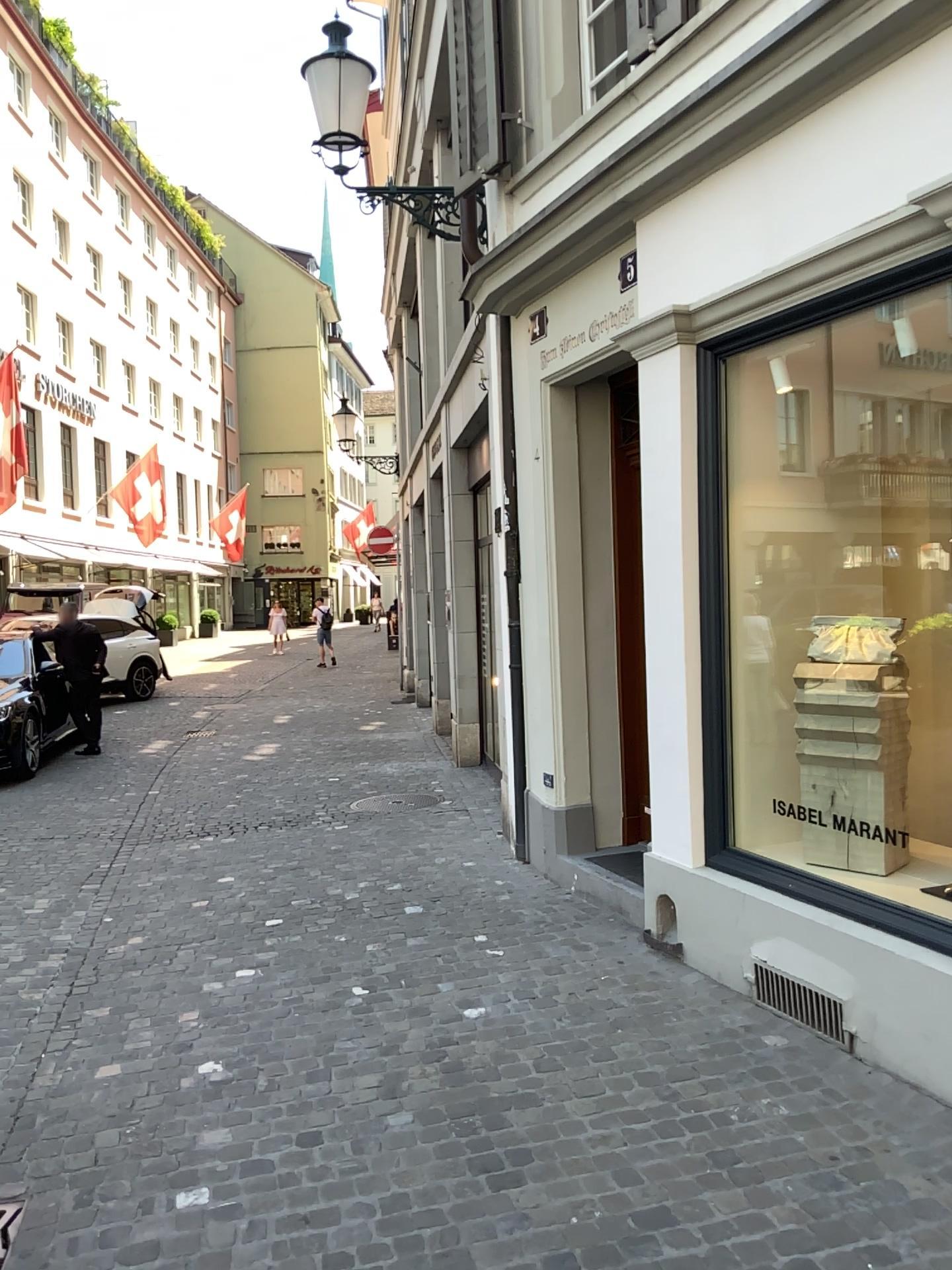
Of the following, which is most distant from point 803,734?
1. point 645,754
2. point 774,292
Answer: point 774,292

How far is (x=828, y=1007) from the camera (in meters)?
3.68

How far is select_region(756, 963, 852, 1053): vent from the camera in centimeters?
368cm
